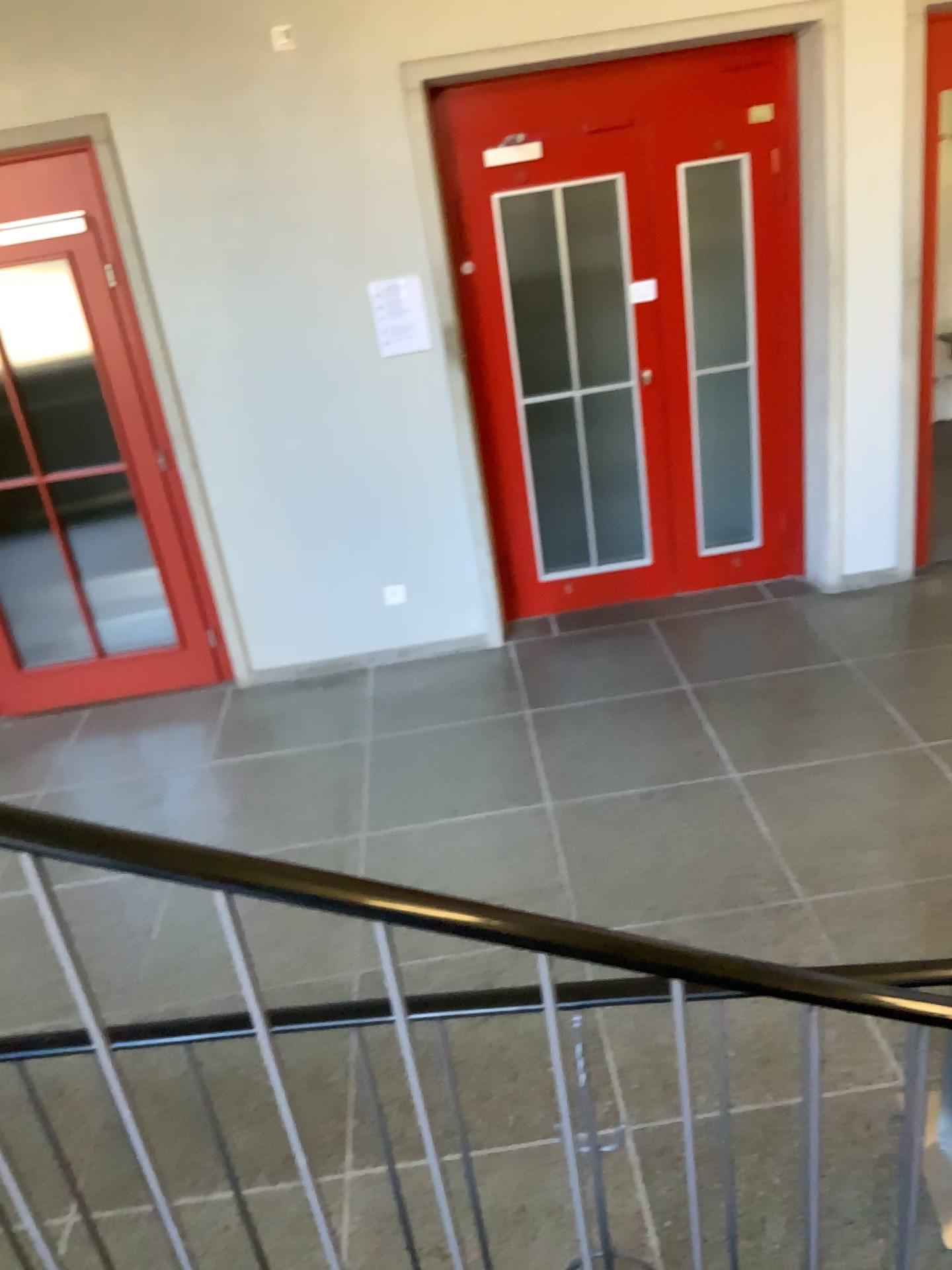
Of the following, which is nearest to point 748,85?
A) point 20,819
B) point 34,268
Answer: point 34,268

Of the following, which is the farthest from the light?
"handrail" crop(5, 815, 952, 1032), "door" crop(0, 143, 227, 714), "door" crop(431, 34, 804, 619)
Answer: "handrail" crop(5, 815, 952, 1032)

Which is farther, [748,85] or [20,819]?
[748,85]

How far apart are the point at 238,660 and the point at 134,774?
0.8m

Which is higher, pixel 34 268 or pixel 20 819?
pixel 34 268

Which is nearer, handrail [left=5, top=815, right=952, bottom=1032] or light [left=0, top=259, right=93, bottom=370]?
handrail [left=5, top=815, right=952, bottom=1032]

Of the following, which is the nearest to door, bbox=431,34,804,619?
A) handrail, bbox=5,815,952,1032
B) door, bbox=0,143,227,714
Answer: Result: door, bbox=0,143,227,714

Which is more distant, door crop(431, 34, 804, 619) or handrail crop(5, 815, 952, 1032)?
door crop(431, 34, 804, 619)

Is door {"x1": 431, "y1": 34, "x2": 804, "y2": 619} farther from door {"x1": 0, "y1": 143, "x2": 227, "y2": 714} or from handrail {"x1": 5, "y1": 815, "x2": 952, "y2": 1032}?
handrail {"x1": 5, "y1": 815, "x2": 952, "y2": 1032}
